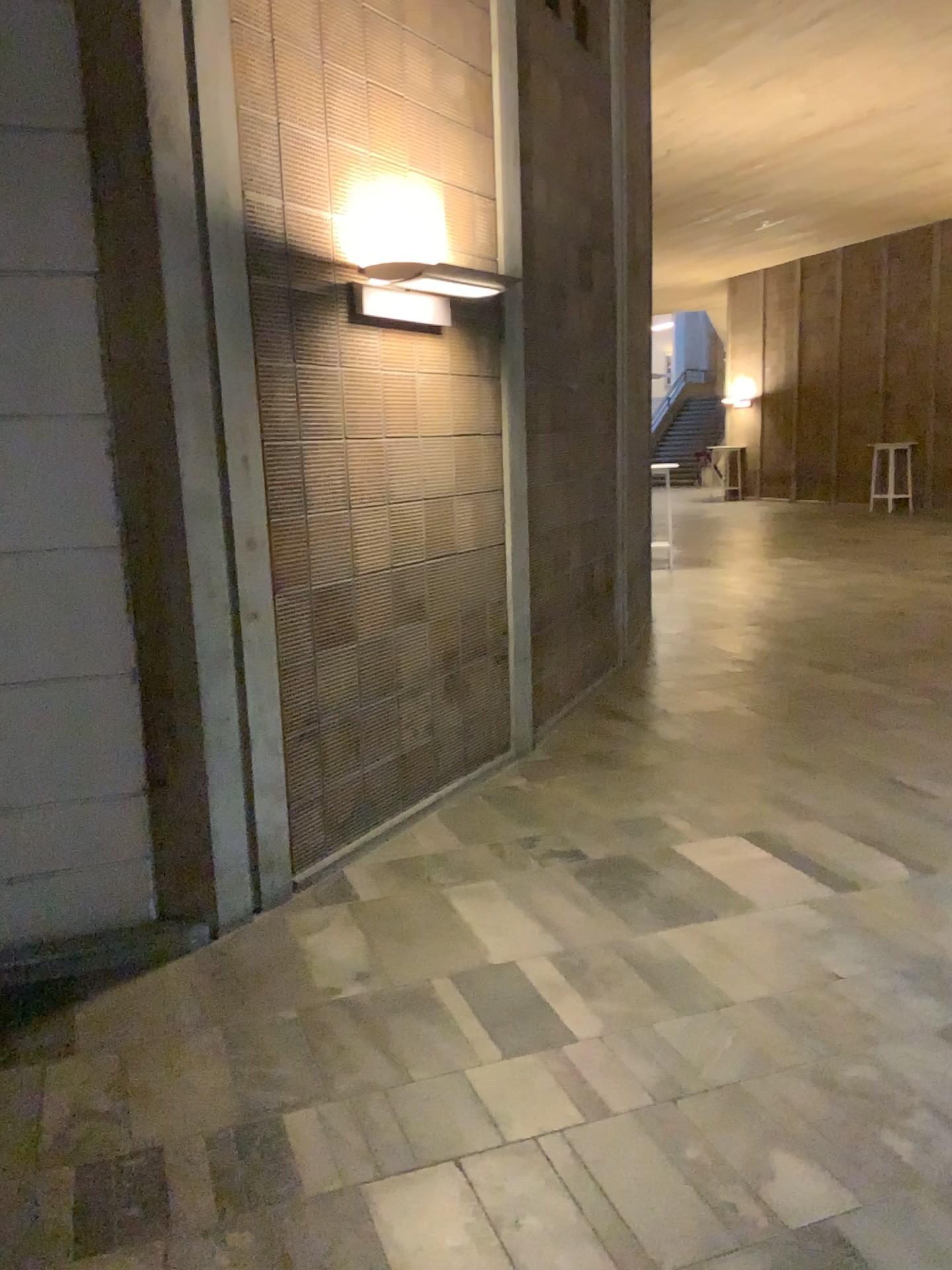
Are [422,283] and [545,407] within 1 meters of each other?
no

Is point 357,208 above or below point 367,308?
above
